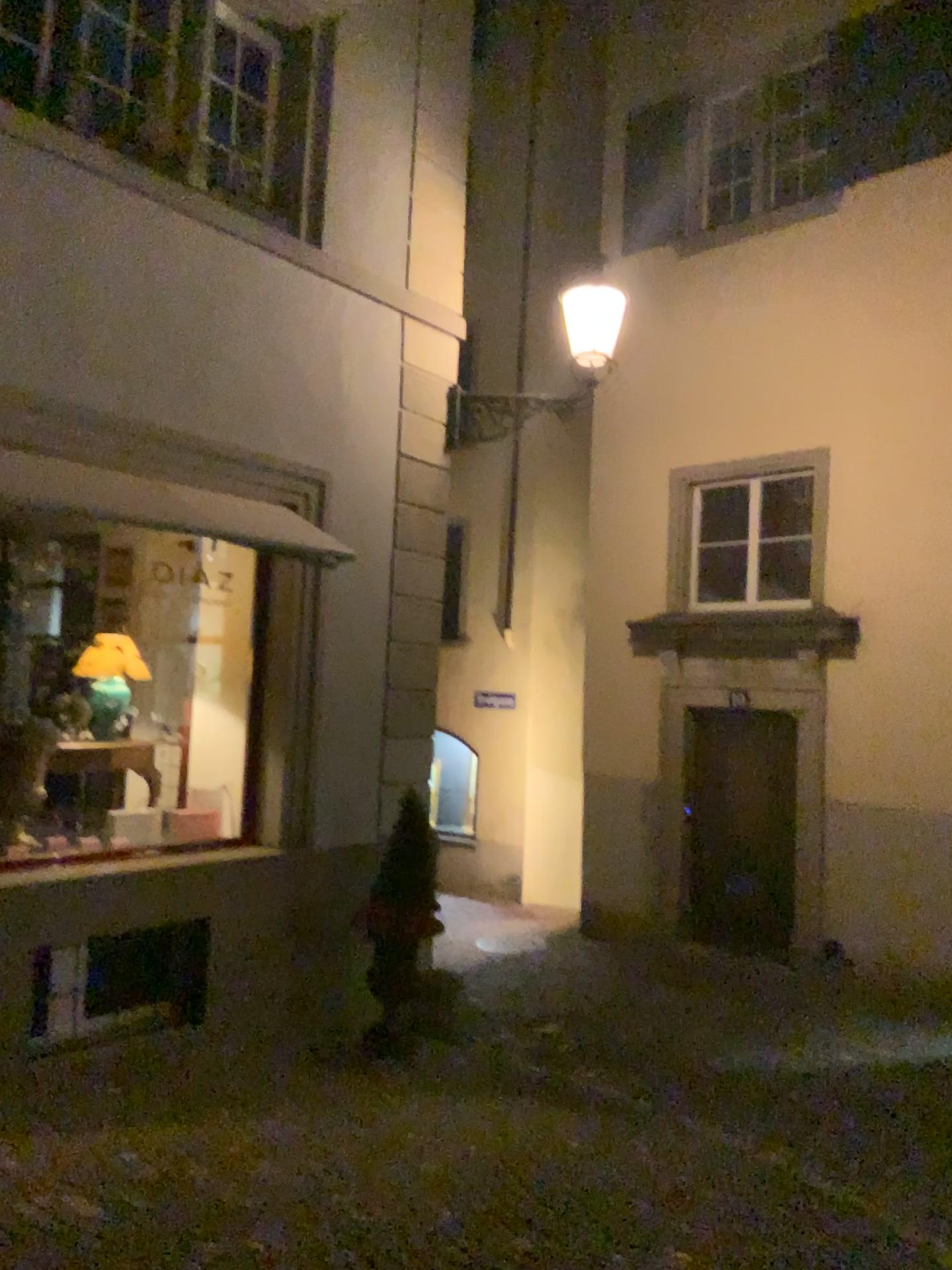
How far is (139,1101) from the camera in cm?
443
